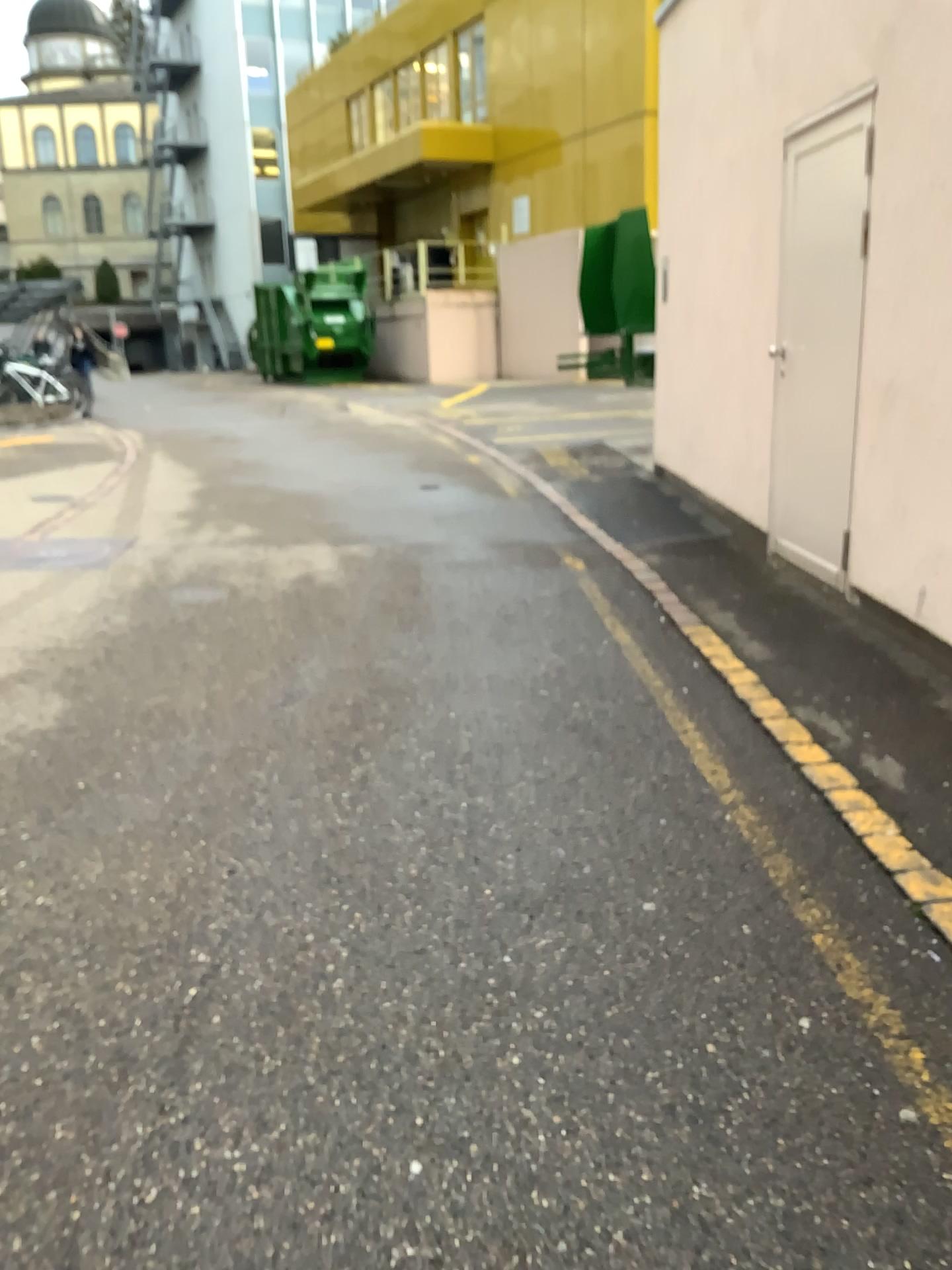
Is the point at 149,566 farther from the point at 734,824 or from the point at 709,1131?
the point at 709,1131
